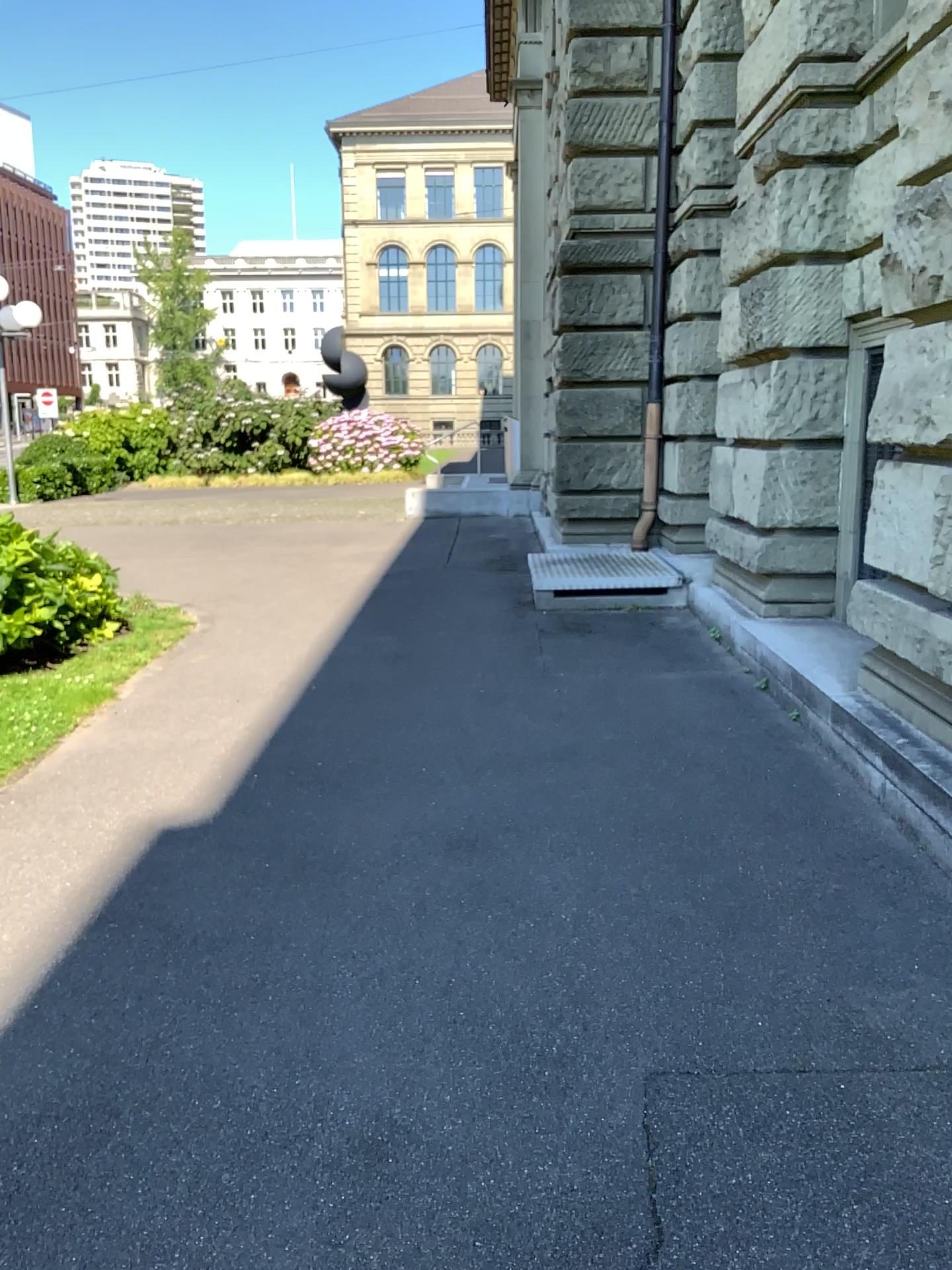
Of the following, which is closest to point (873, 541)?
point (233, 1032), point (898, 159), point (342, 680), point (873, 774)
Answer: point (873, 774)
